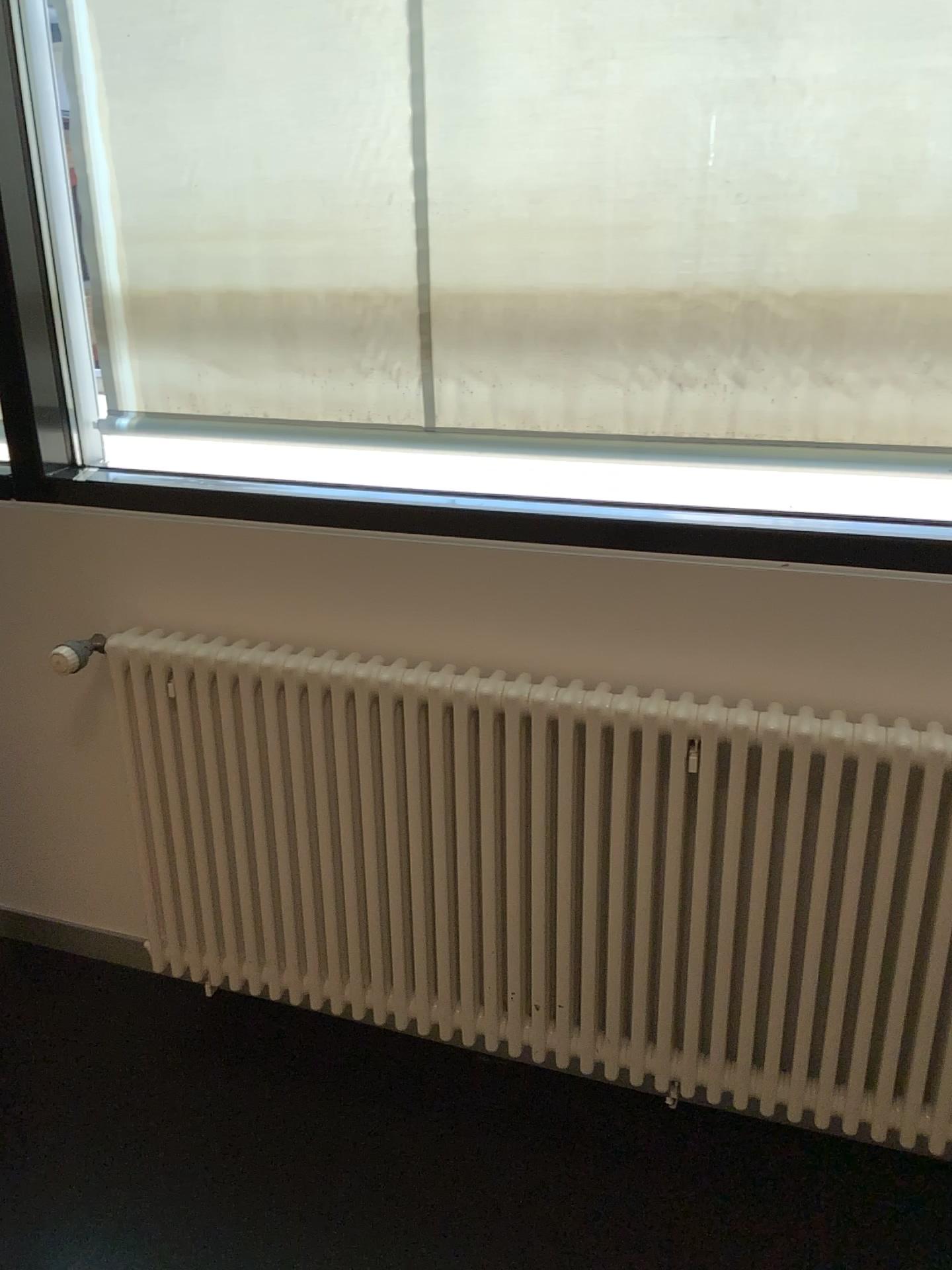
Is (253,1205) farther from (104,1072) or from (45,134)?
(45,134)
